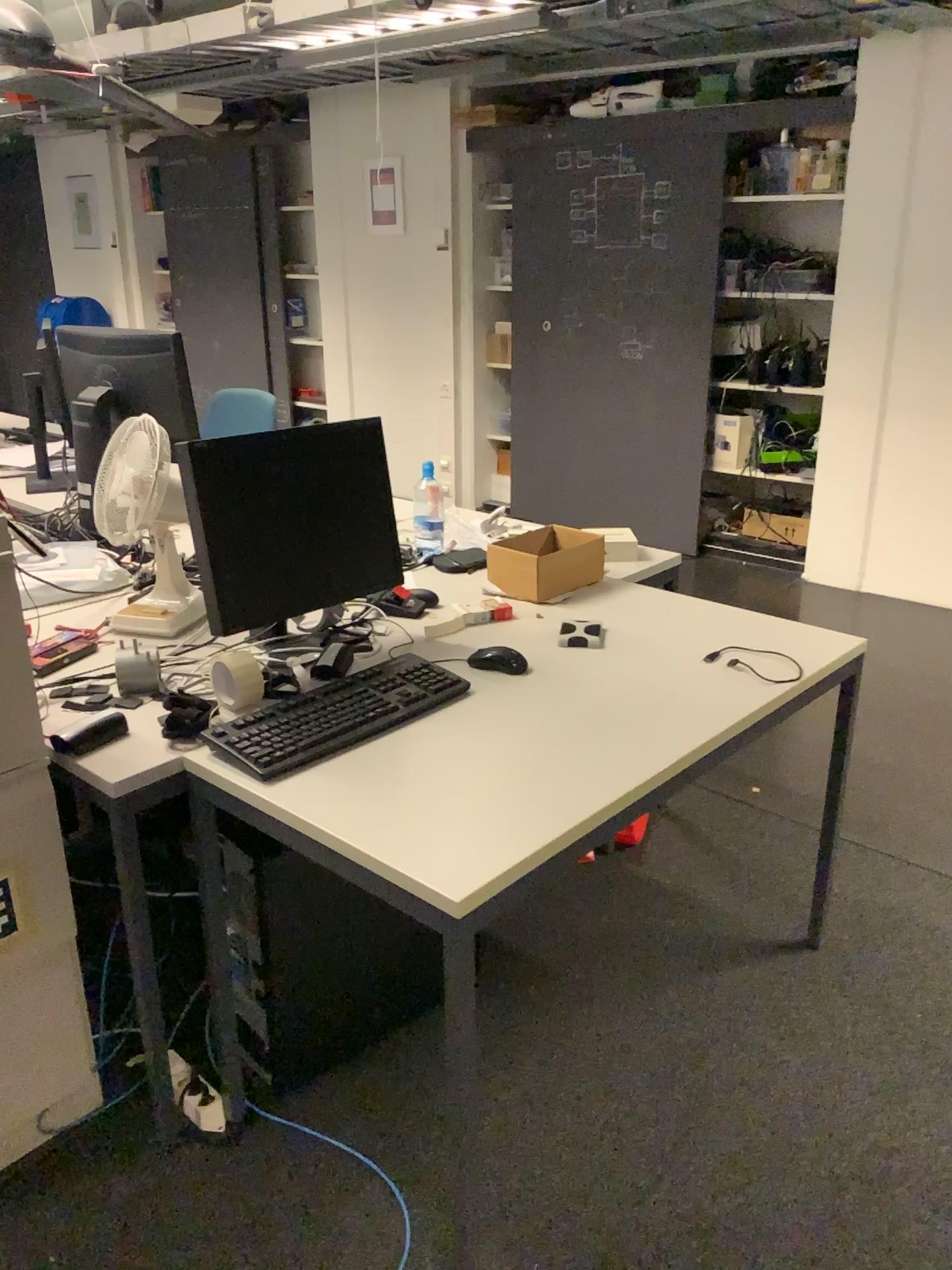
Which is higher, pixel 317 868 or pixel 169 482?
pixel 169 482

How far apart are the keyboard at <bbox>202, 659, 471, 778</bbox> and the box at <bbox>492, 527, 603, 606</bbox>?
0.4 meters

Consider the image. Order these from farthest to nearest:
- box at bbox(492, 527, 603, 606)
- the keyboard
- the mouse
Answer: box at bbox(492, 527, 603, 606), the mouse, the keyboard

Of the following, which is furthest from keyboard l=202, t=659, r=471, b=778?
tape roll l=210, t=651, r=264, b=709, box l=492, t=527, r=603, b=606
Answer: box l=492, t=527, r=603, b=606

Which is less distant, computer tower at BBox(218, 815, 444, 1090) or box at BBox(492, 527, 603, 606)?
computer tower at BBox(218, 815, 444, 1090)

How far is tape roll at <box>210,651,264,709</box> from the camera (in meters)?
1.86

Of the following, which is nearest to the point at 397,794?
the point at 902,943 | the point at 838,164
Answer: the point at 902,943

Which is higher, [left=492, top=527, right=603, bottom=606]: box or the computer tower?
[left=492, top=527, right=603, bottom=606]: box

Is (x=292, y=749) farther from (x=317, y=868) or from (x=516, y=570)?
(x=516, y=570)

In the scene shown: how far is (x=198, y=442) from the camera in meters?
1.9
